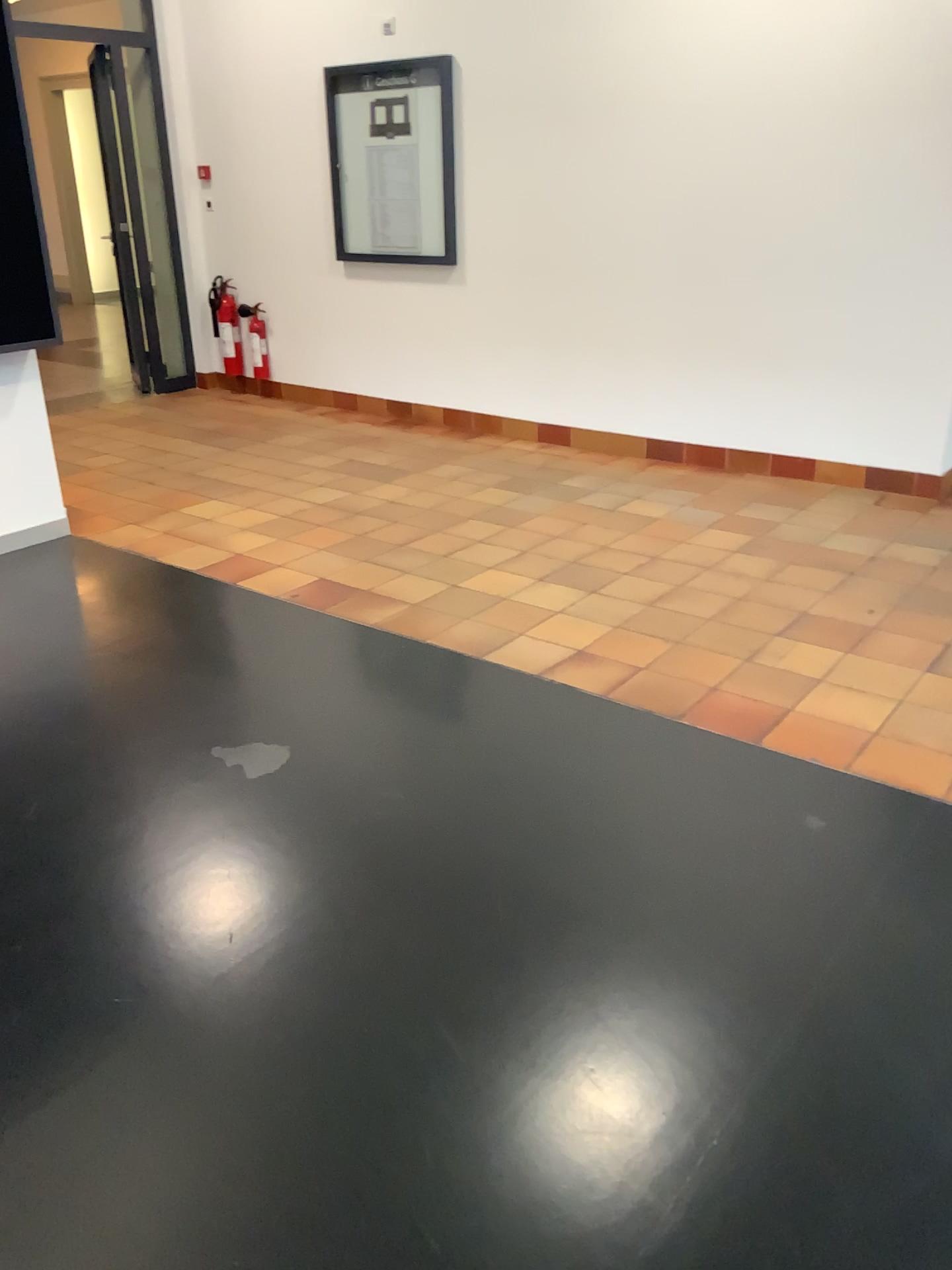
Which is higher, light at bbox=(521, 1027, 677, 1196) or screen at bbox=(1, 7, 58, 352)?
screen at bbox=(1, 7, 58, 352)

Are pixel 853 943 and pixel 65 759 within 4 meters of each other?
yes

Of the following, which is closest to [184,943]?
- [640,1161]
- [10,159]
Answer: [640,1161]

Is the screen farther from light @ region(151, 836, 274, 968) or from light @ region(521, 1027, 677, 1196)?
light @ region(521, 1027, 677, 1196)

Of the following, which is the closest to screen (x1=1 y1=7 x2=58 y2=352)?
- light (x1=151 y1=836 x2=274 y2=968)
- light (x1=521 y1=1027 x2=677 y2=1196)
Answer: light (x1=151 y1=836 x2=274 y2=968)

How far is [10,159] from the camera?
3.94m

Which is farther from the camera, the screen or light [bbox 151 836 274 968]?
the screen

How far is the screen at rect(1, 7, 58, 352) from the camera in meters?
3.9 m

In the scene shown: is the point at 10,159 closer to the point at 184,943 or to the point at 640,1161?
the point at 184,943

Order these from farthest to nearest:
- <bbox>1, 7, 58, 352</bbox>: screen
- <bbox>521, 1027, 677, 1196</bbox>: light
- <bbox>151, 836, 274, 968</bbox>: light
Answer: <bbox>1, 7, 58, 352</bbox>: screen < <bbox>151, 836, 274, 968</bbox>: light < <bbox>521, 1027, 677, 1196</bbox>: light
